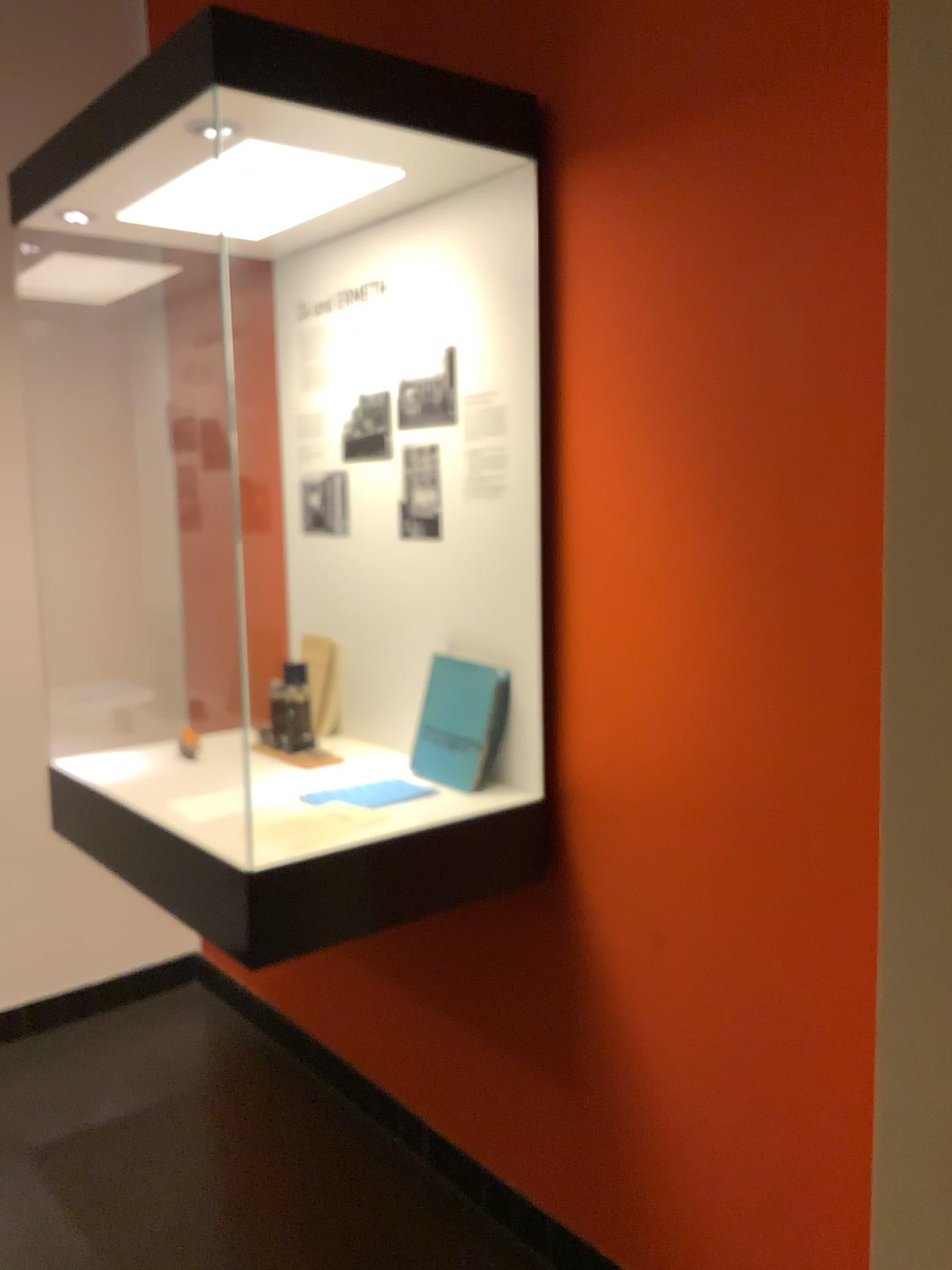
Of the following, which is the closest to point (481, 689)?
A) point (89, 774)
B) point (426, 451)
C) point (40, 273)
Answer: point (426, 451)

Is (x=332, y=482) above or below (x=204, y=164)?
below

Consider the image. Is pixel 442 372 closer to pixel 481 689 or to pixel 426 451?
pixel 426 451

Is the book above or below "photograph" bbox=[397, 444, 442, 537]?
below

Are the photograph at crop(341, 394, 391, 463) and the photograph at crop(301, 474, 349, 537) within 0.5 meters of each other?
yes

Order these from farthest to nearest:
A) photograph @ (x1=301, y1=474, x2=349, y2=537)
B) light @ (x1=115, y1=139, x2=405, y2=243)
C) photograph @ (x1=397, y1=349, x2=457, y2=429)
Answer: photograph @ (x1=301, y1=474, x2=349, y2=537) → photograph @ (x1=397, y1=349, x2=457, y2=429) → light @ (x1=115, y1=139, x2=405, y2=243)

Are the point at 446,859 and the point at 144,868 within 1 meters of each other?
yes

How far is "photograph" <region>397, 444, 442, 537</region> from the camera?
2.11m

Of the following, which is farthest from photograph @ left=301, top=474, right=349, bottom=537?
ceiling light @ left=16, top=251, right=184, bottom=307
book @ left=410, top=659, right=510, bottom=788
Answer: ceiling light @ left=16, top=251, right=184, bottom=307

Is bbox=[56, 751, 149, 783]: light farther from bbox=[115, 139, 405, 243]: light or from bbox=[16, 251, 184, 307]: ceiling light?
bbox=[16, 251, 184, 307]: ceiling light
